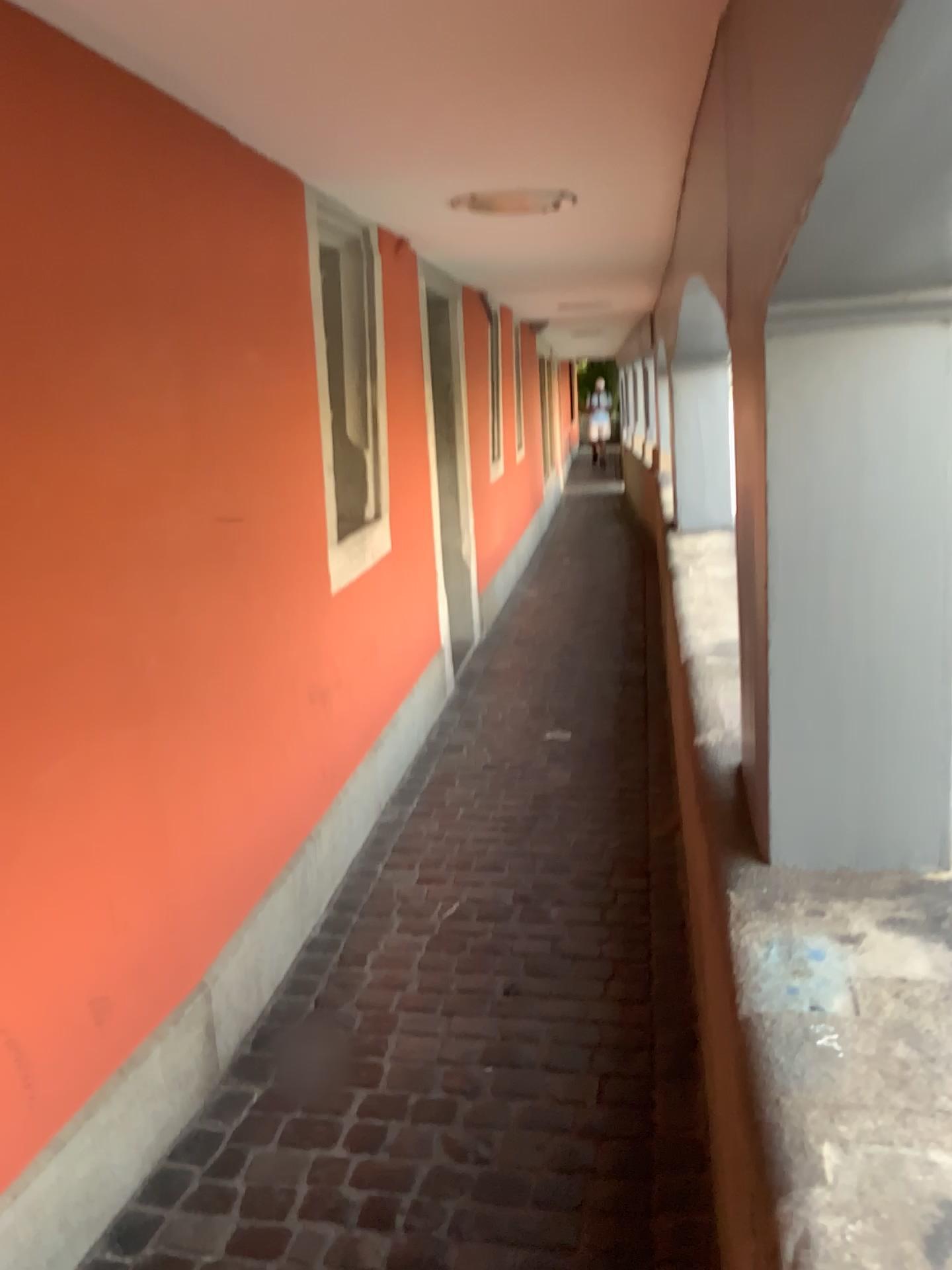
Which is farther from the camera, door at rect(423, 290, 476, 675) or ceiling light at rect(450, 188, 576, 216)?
door at rect(423, 290, 476, 675)

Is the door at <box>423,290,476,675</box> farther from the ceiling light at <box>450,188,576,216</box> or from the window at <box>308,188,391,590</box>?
the ceiling light at <box>450,188,576,216</box>

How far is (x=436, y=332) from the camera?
4.7 meters

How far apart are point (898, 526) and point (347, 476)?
2.16m

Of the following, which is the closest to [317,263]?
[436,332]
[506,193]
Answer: [506,193]

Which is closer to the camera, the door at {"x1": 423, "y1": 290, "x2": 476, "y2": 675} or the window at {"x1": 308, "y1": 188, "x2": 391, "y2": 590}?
the window at {"x1": 308, "y1": 188, "x2": 391, "y2": 590}

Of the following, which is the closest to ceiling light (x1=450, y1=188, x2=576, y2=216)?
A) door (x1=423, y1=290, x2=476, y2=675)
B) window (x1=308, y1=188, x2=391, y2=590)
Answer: window (x1=308, y1=188, x2=391, y2=590)

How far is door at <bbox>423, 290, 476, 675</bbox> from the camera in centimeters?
473cm

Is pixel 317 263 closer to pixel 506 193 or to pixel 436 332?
pixel 506 193
